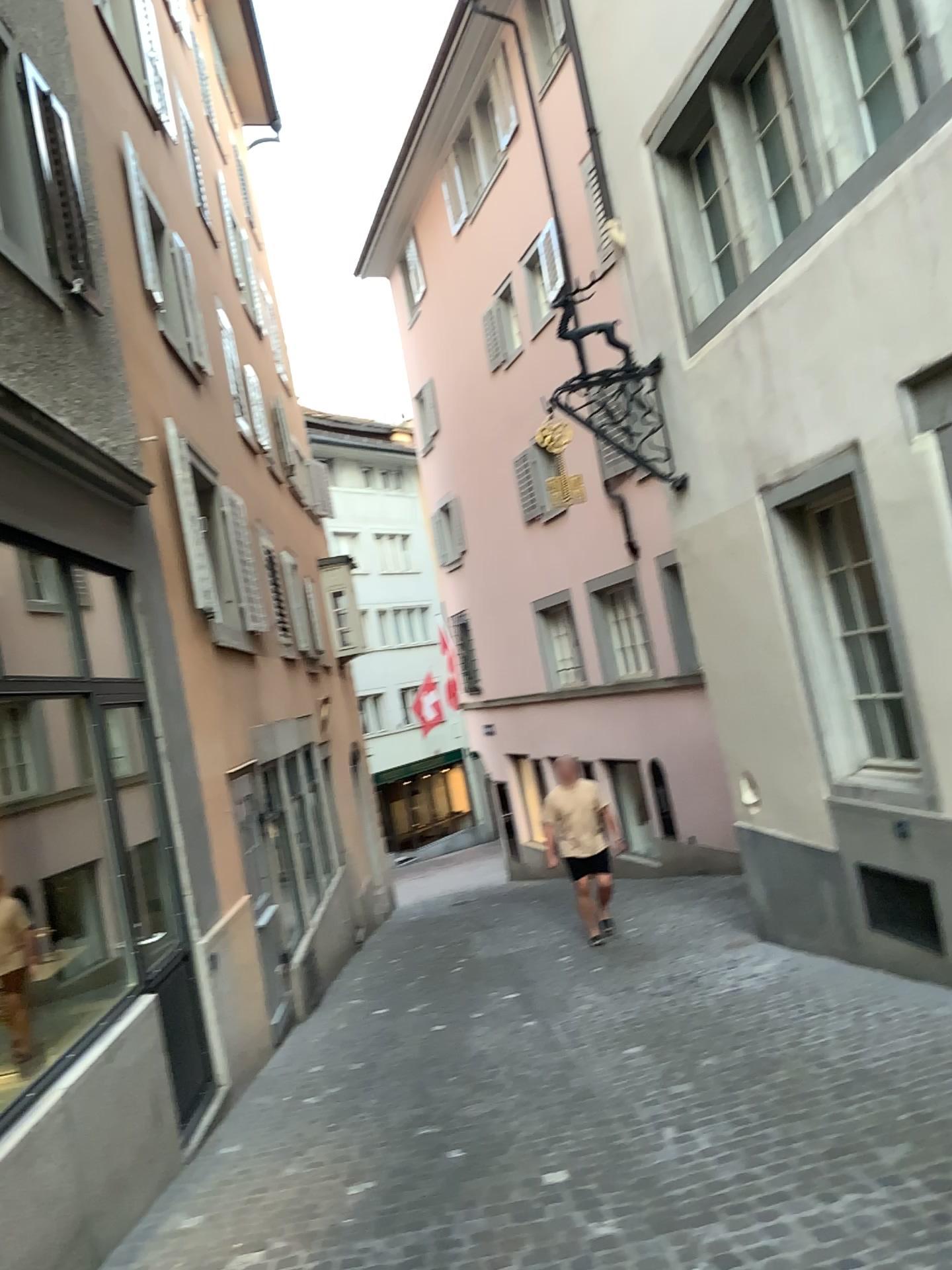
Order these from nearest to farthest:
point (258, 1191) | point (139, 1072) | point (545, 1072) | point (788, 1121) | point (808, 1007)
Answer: point (788, 1121)
point (258, 1191)
point (139, 1072)
point (545, 1072)
point (808, 1007)
